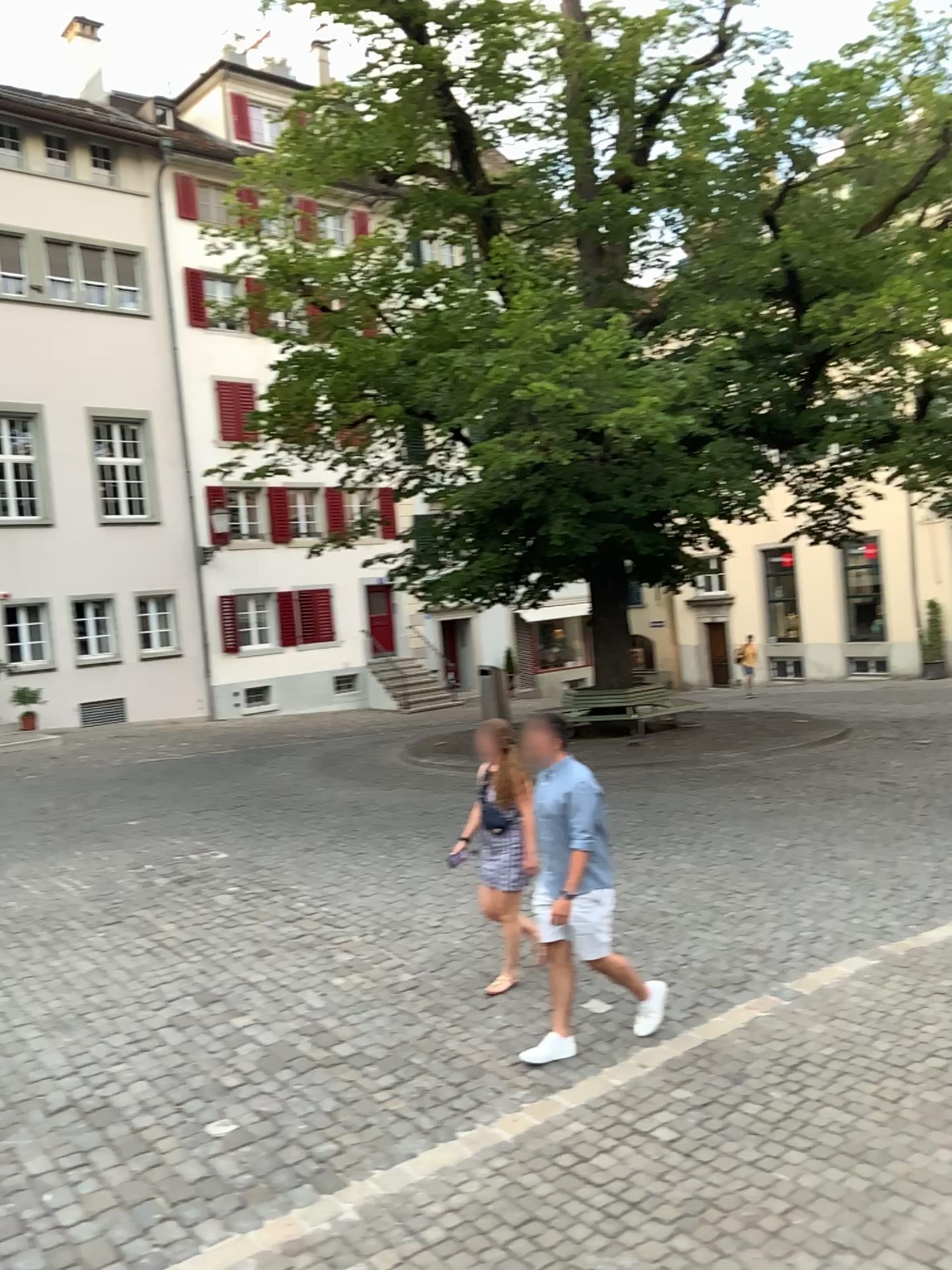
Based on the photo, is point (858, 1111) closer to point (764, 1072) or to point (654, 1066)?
point (764, 1072)
